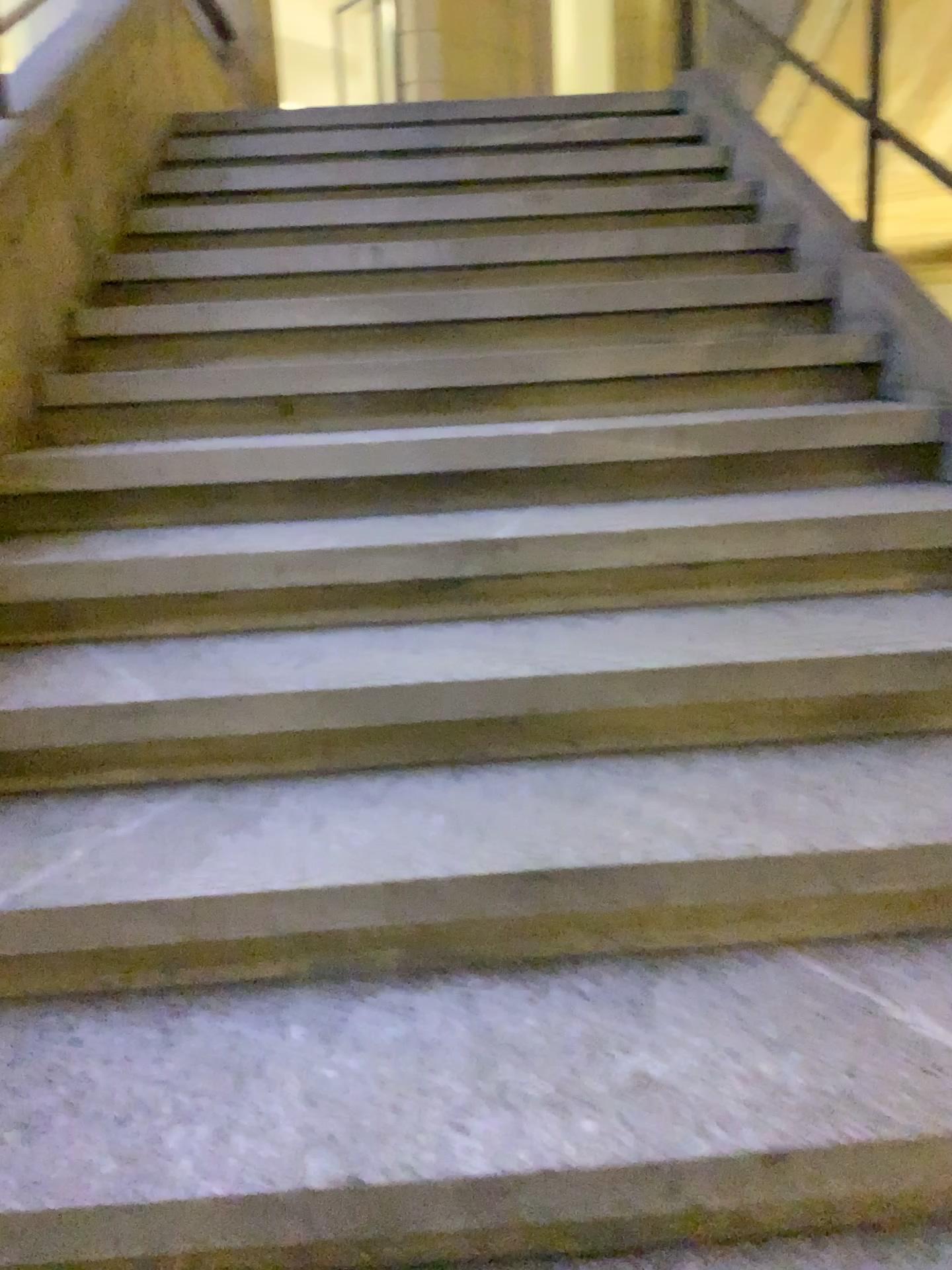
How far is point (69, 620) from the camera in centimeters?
189cm
